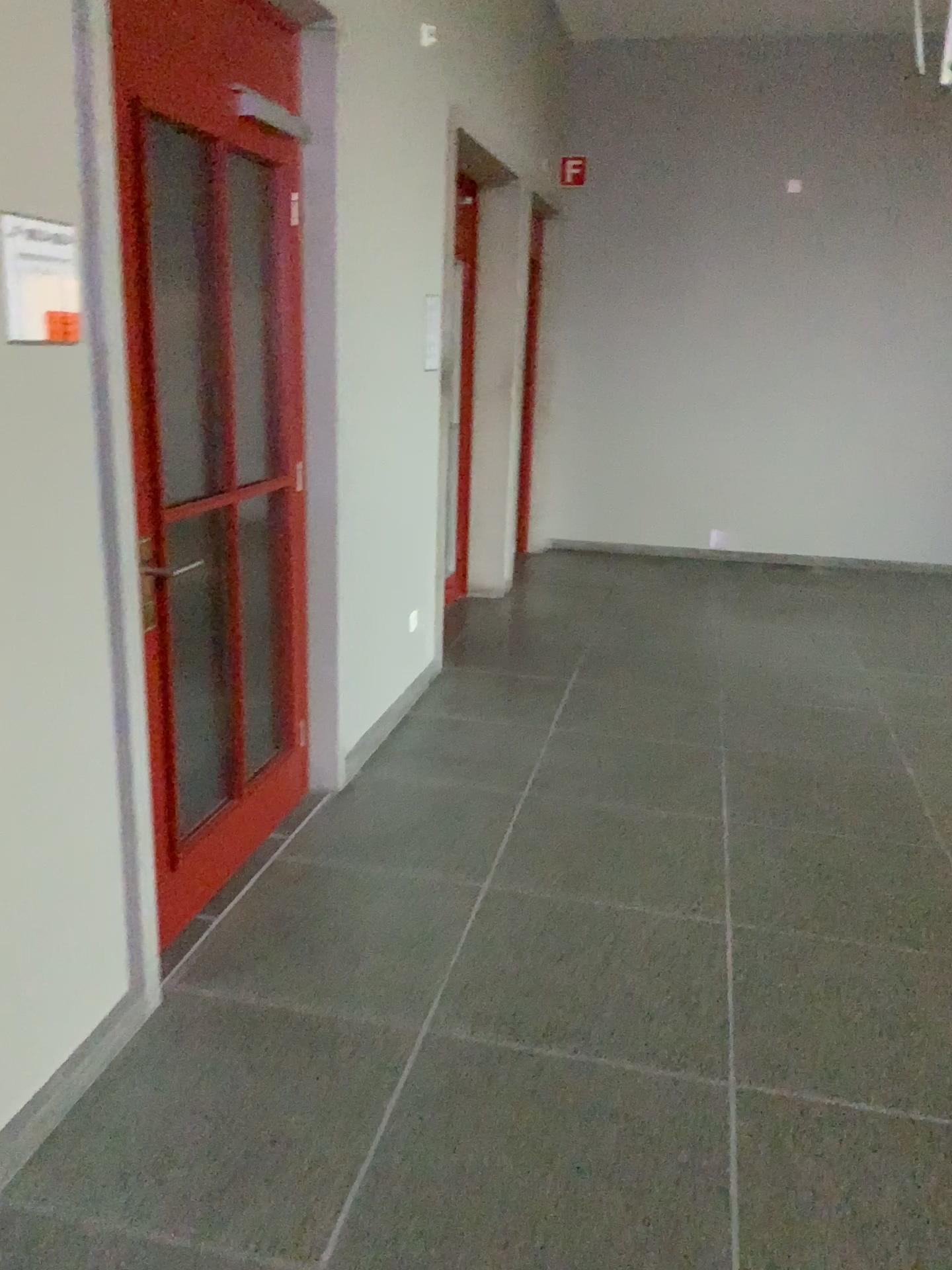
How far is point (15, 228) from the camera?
1.8 meters

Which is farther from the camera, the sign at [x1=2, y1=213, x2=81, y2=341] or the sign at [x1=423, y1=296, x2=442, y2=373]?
the sign at [x1=423, y1=296, x2=442, y2=373]

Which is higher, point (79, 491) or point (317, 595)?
point (79, 491)

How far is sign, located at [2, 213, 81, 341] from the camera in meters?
1.8 m

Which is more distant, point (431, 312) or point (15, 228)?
point (431, 312)
